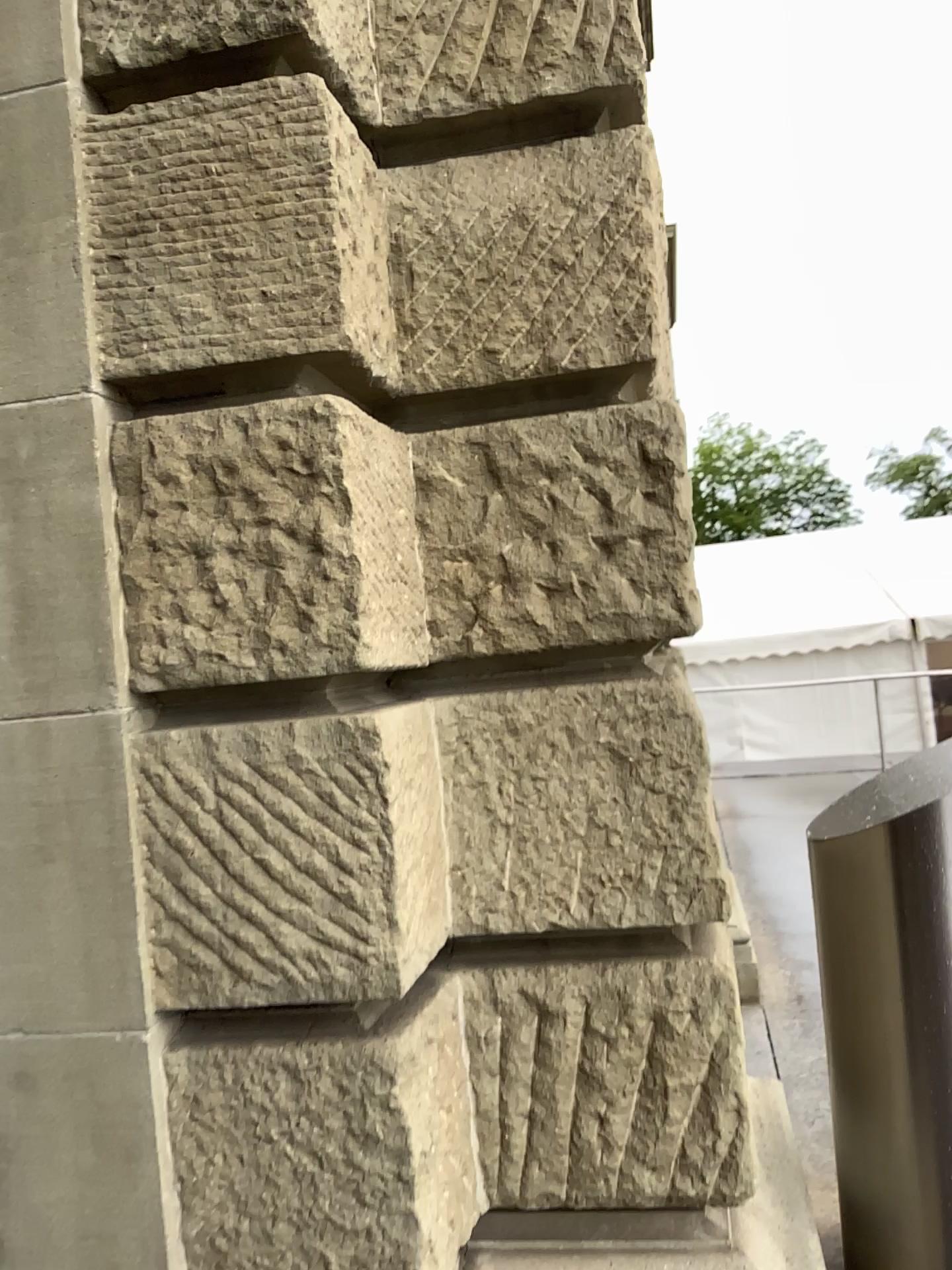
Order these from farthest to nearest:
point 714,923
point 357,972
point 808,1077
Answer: point 808,1077 < point 714,923 < point 357,972

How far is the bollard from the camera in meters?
2.0 m

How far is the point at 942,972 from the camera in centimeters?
200cm
